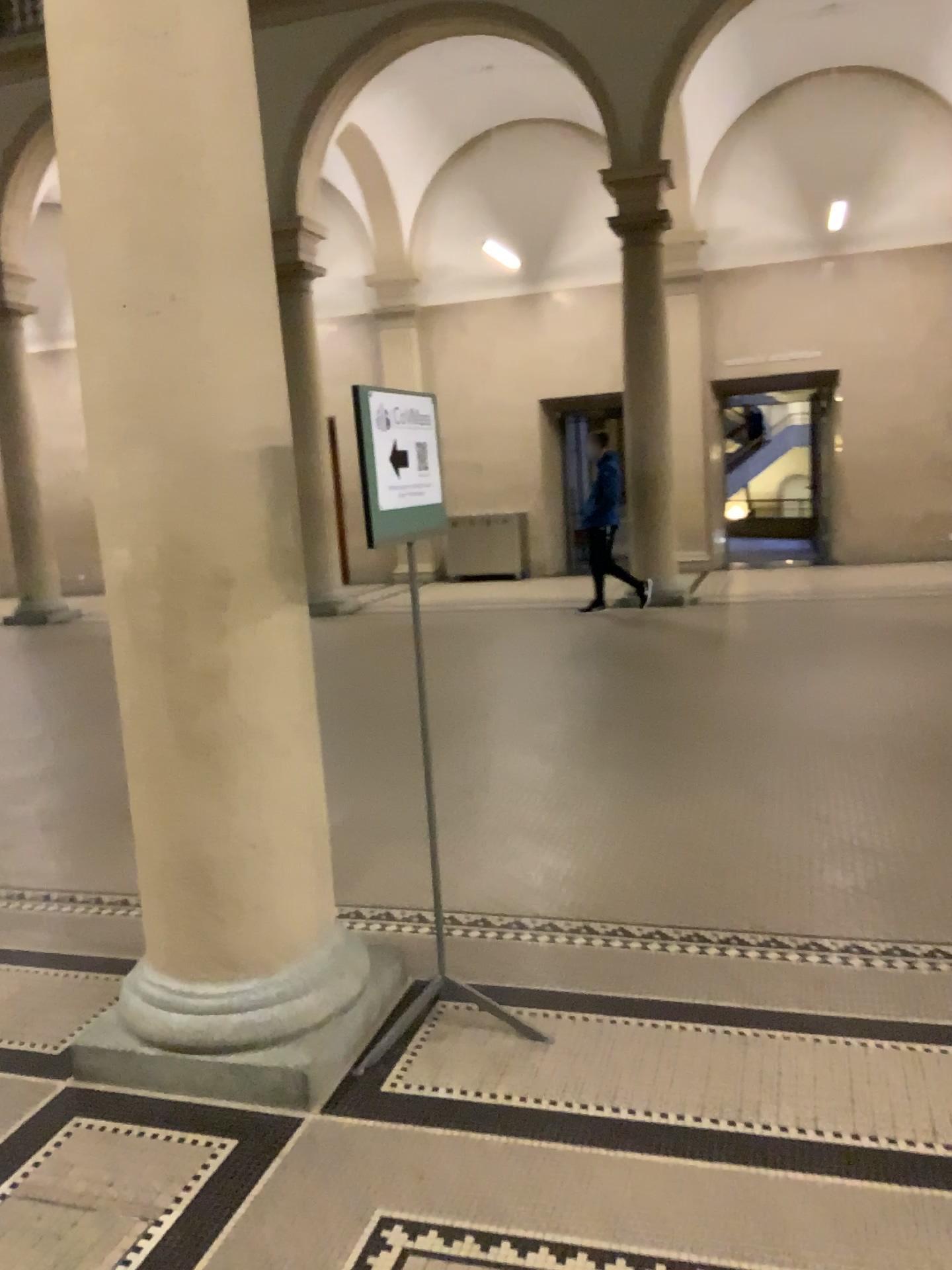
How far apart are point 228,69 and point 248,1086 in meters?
2.6

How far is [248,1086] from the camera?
2.77m

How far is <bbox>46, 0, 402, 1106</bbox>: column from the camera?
2.58m

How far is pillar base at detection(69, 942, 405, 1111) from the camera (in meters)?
2.77

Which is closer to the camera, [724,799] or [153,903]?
[153,903]

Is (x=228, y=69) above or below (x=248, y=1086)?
above
